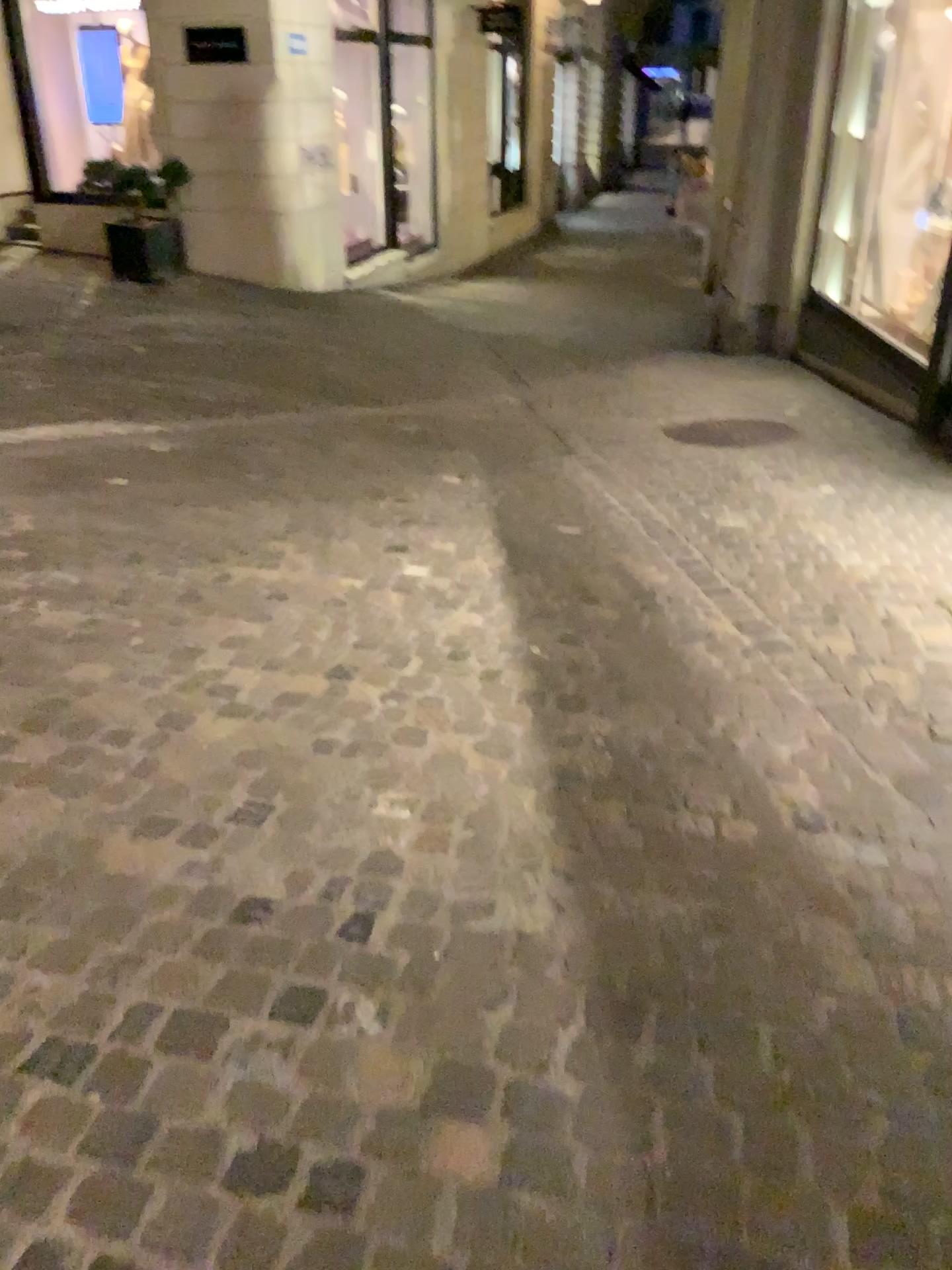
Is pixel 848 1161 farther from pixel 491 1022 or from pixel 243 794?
pixel 243 794
